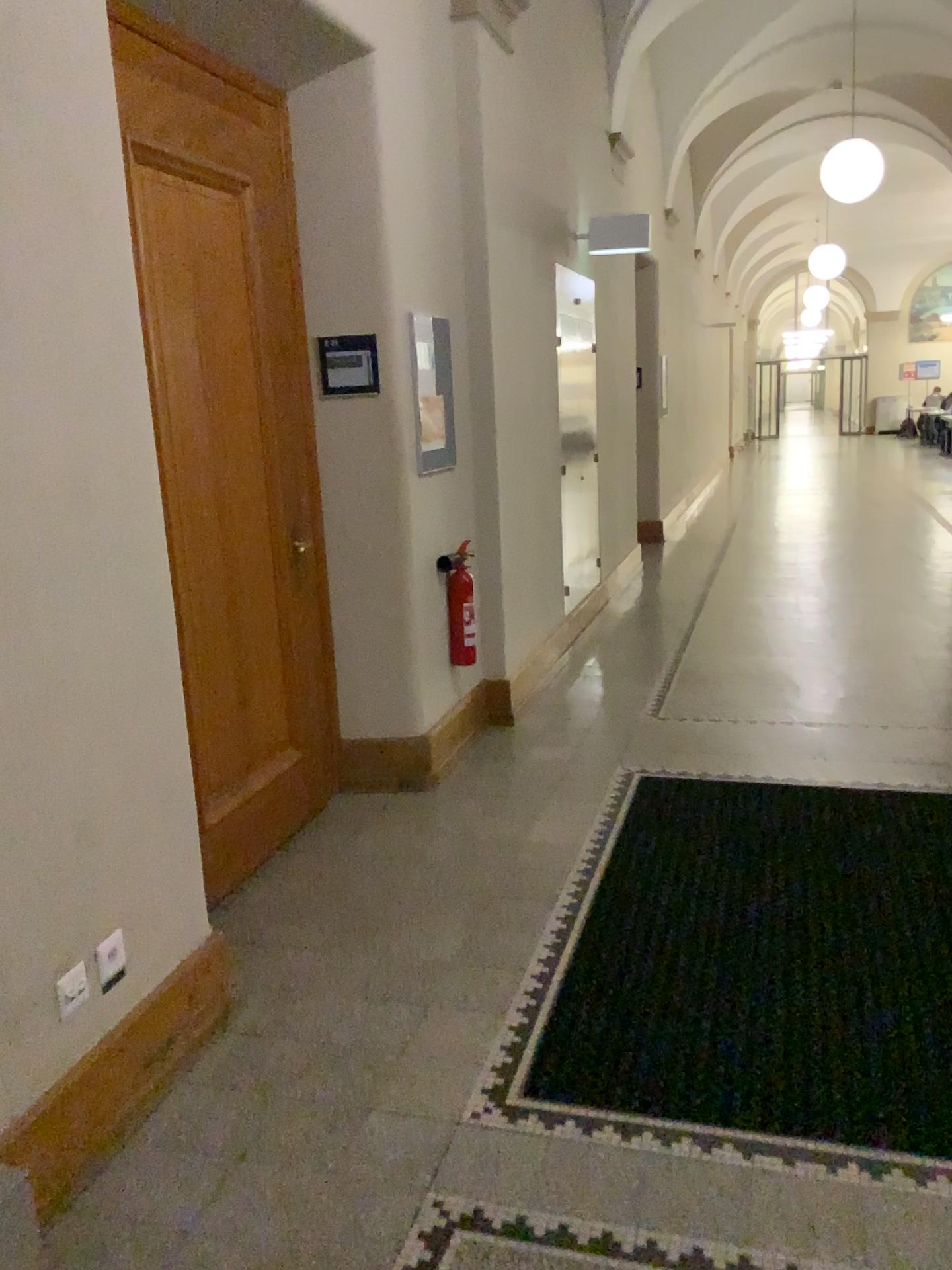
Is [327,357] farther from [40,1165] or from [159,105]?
[40,1165]

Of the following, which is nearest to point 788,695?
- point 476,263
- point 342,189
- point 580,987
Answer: point 476,263

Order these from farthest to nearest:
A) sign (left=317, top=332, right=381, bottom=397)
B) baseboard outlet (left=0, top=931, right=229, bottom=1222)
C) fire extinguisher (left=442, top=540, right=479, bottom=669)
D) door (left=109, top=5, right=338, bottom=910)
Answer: fire extinguisher (left=442, top=540, right=479, bottom=669) → sign (left=317, top=332, right=381, bottom=397) → door (left=109, top=5, right=338, bottom=910) → baseboard outlet (left=0, top=931, right=229, bottom=1222)

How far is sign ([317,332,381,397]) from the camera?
3.8 meters

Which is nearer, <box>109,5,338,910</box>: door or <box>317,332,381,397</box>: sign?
<box>109,5,338,910</box>: door

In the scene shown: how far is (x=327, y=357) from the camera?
3.78m

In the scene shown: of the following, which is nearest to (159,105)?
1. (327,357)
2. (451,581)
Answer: (327,357)

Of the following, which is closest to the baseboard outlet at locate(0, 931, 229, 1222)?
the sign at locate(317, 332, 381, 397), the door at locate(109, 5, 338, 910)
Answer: the door at locate(109, 5, 338, 910)

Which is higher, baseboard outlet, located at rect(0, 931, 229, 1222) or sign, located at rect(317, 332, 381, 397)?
sign, located at rect(317, 332, 381, 397)

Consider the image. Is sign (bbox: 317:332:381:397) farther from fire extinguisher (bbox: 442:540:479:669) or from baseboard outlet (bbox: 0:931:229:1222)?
baseboard outlet (bbox: 0:931:229:1222)
